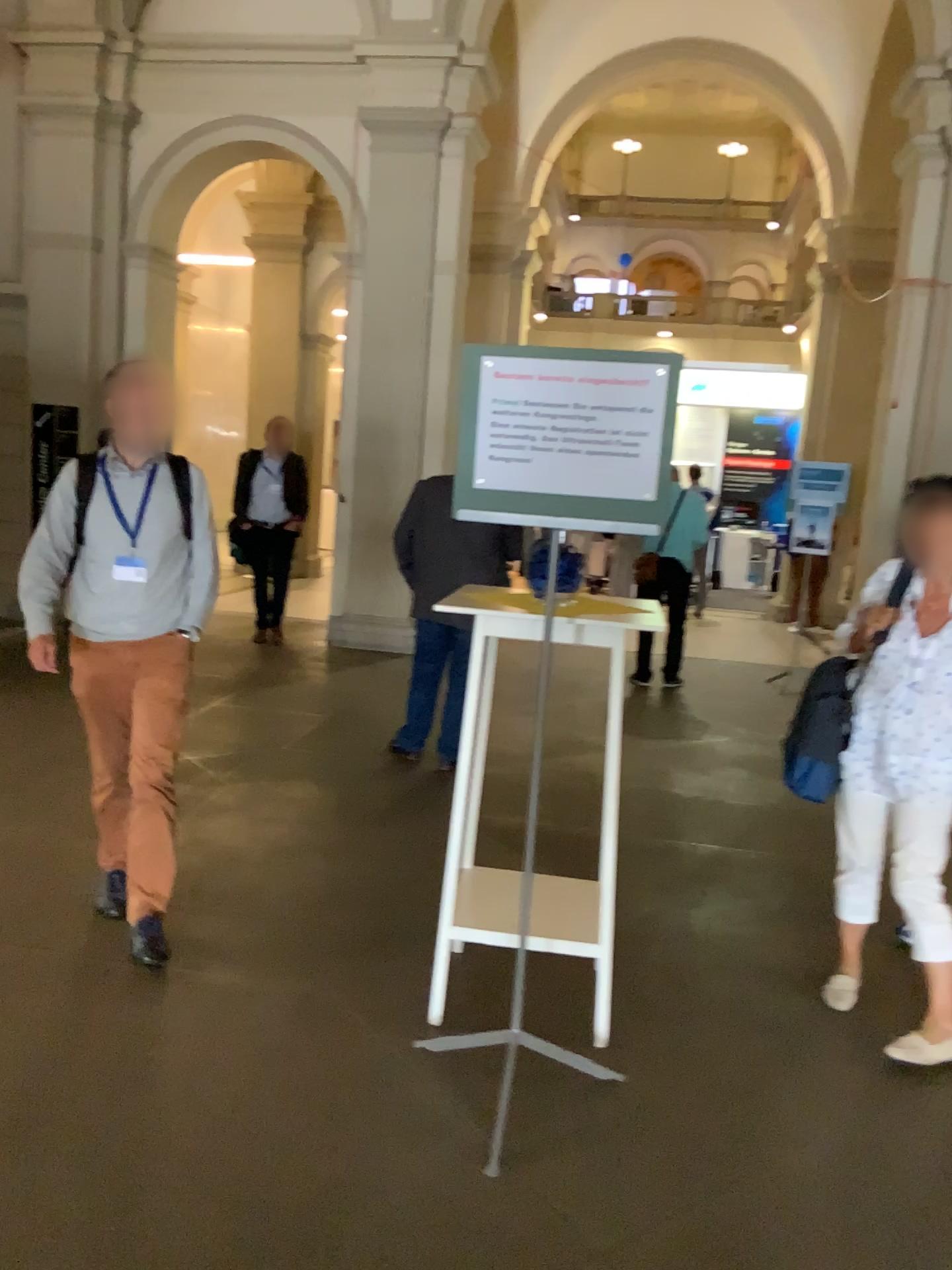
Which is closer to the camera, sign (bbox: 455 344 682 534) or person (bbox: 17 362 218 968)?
sign (bbox: 455 344 682 534)

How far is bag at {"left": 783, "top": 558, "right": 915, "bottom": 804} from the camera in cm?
305

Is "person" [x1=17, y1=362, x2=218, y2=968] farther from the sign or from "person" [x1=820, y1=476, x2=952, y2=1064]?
"person" [x1=820, y1=476, x2=952, y2=1064]

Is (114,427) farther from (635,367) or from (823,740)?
(823,740)

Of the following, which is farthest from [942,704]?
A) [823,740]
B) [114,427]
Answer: [114,427]

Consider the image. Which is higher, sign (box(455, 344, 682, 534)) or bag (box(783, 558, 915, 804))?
sign (box(455, 344, 682, 534))

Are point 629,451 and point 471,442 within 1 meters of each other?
yes

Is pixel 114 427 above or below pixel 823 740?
above

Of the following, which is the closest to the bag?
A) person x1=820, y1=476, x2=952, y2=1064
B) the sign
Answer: person x1=820, y1=476, x2=952, y2=1064

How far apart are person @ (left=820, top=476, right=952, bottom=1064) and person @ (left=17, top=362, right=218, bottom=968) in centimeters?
202cm
